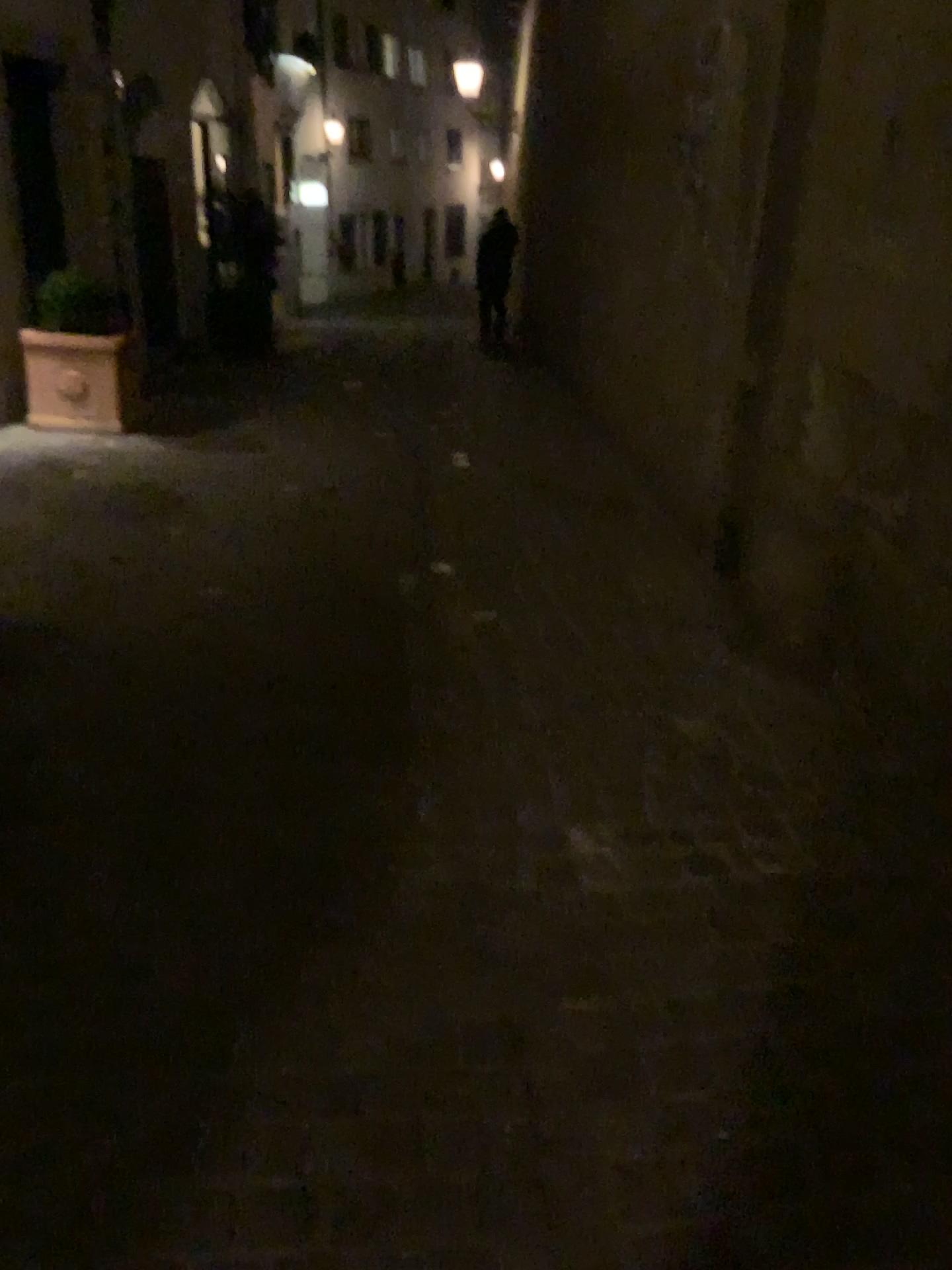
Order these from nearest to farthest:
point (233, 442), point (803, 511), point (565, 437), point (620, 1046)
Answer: point (620, 1046), point (803, 511), point (233, 442), point (565, 437)
